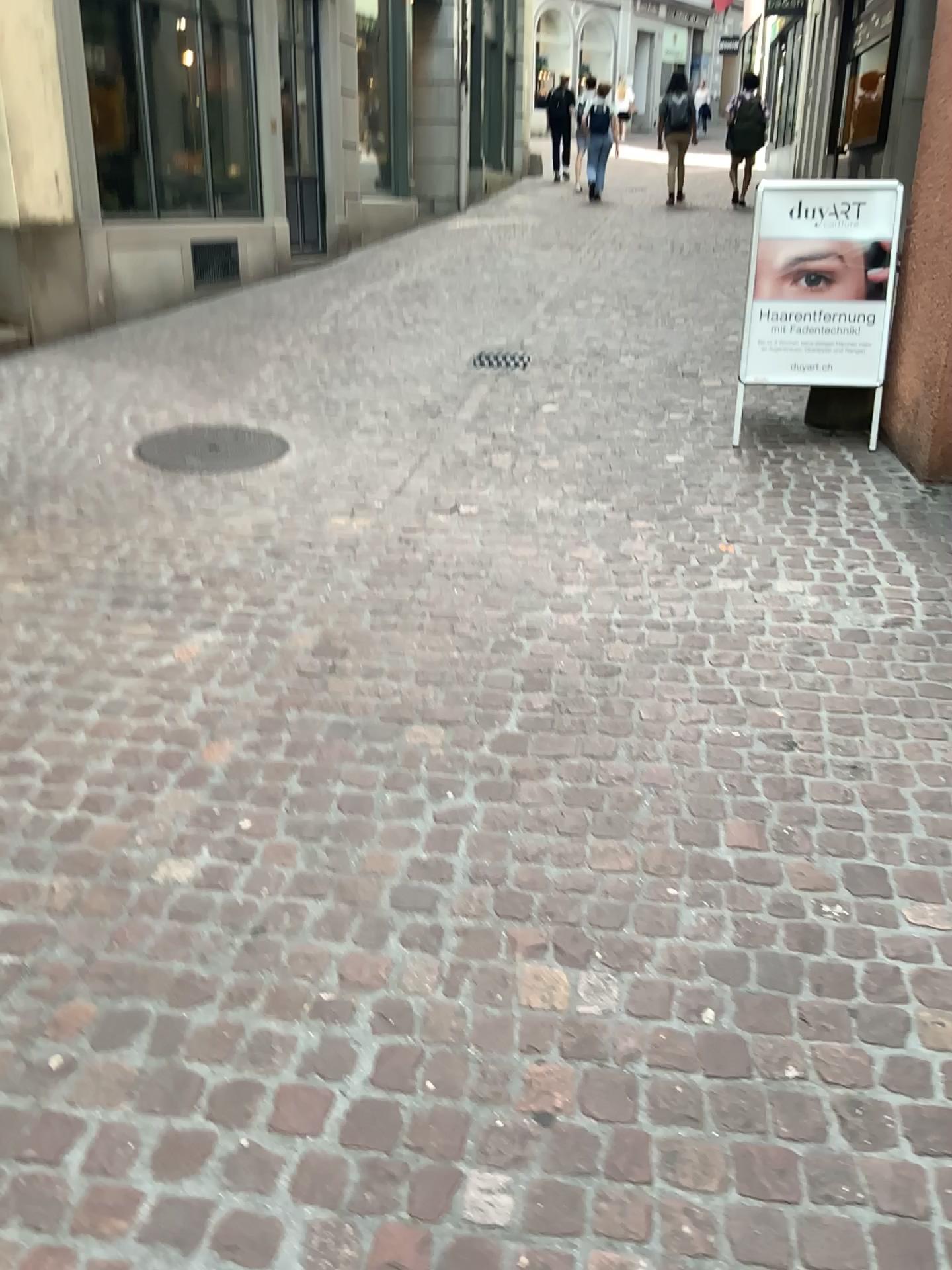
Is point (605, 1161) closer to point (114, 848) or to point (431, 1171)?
point (431, 1171)
